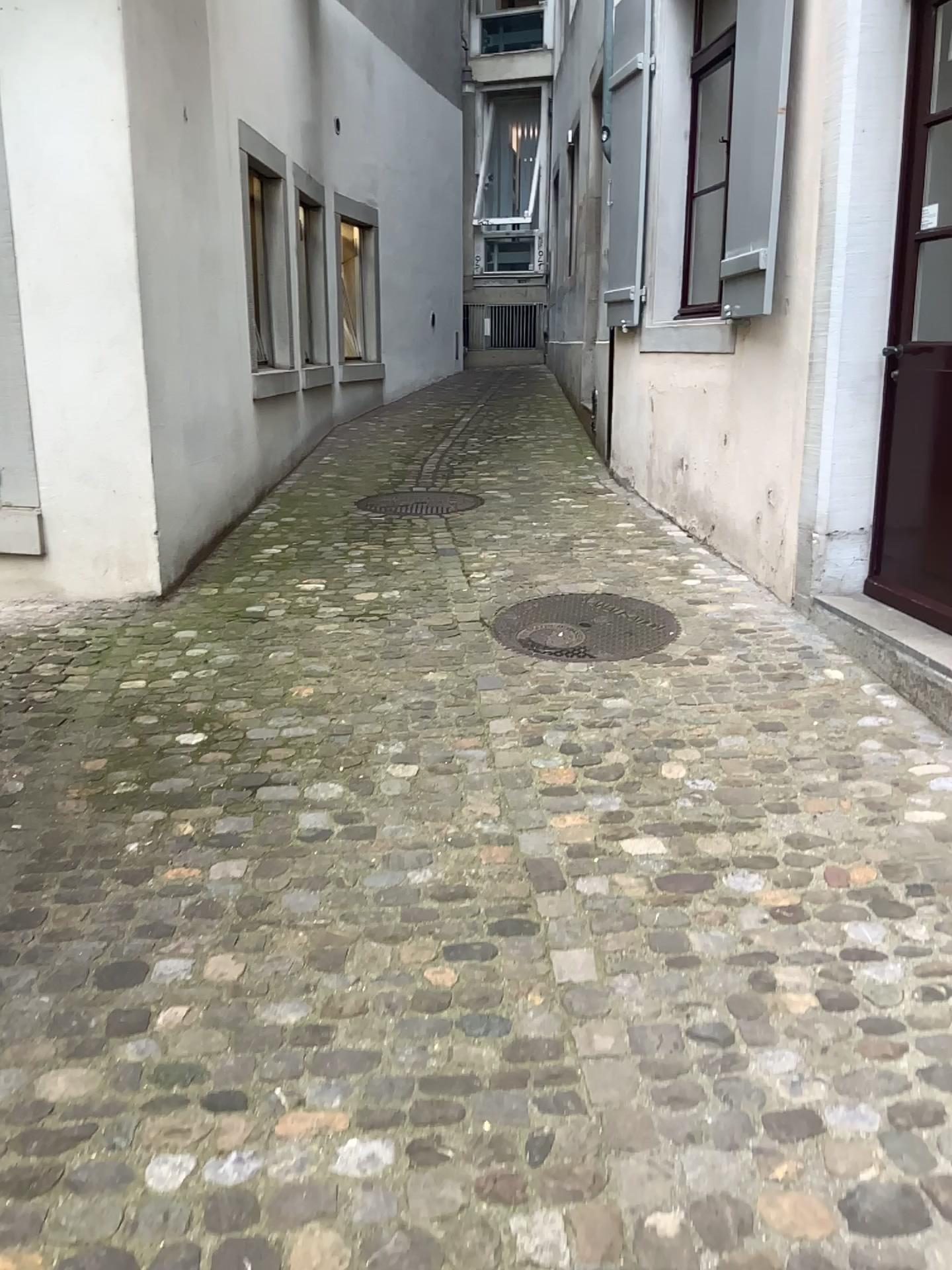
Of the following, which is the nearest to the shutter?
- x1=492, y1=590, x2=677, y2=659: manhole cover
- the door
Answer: x1=492, y1=590, x2=677, y2=659: manhole cover

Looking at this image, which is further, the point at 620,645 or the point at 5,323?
the point at 5,323

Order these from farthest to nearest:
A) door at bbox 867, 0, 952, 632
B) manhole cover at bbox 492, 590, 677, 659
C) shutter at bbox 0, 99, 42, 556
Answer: shutter at bbox 0, 99, 42, 556, manhole cover at bbox 492, 590, 677, 659, door at bbox 867, 0, 952, 632

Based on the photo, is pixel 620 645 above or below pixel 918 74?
below

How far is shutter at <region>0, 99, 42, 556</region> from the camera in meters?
4.4

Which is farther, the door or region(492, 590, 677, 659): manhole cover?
region(492, 590, 677, 659): manhole cover

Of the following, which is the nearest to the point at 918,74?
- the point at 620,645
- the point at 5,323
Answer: the point at 620,645

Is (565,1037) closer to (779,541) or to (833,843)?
(833,843)

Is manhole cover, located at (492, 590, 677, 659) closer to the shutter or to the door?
the door
